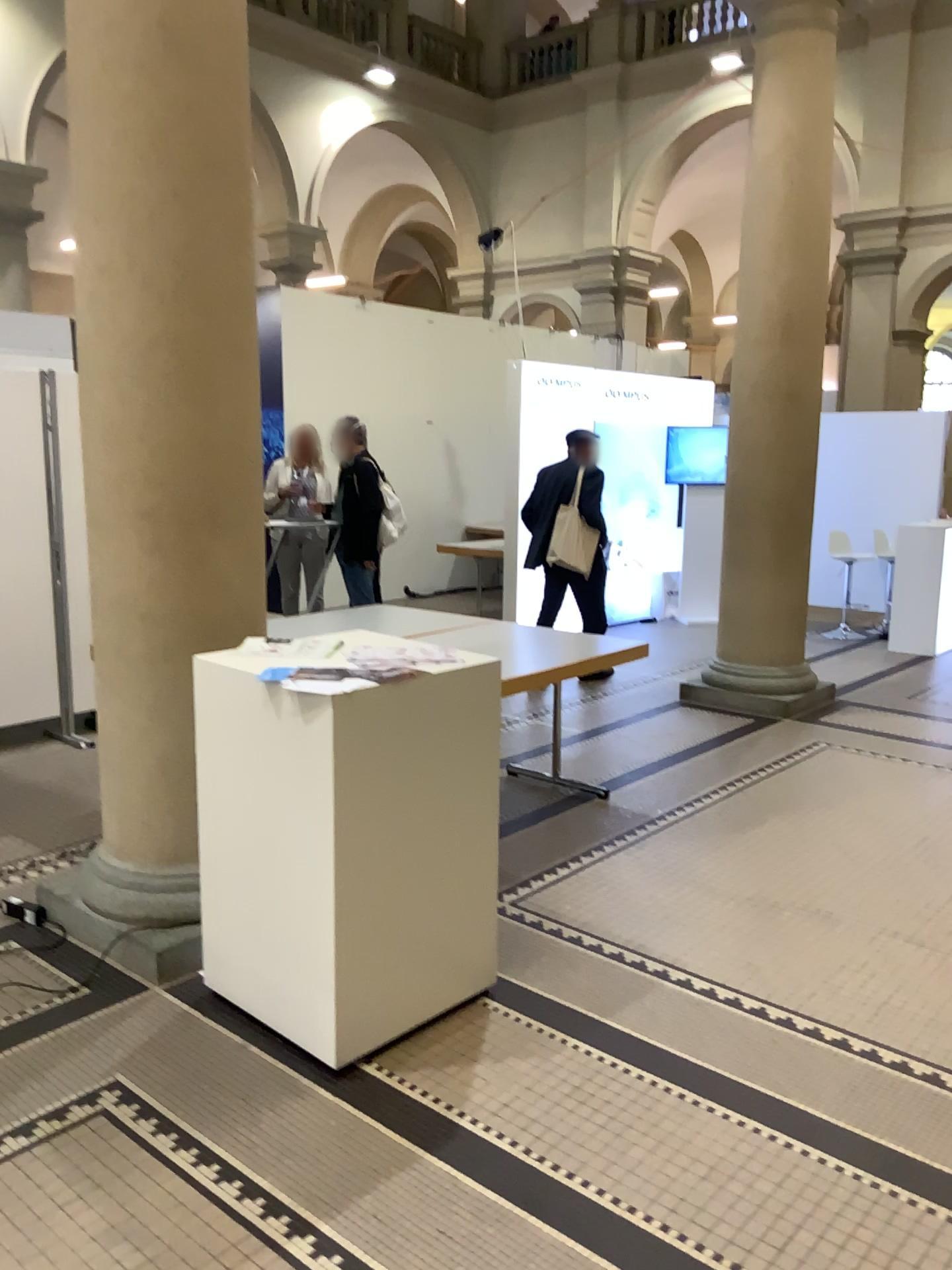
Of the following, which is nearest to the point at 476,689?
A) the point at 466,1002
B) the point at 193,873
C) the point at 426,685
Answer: the point at 426,685
